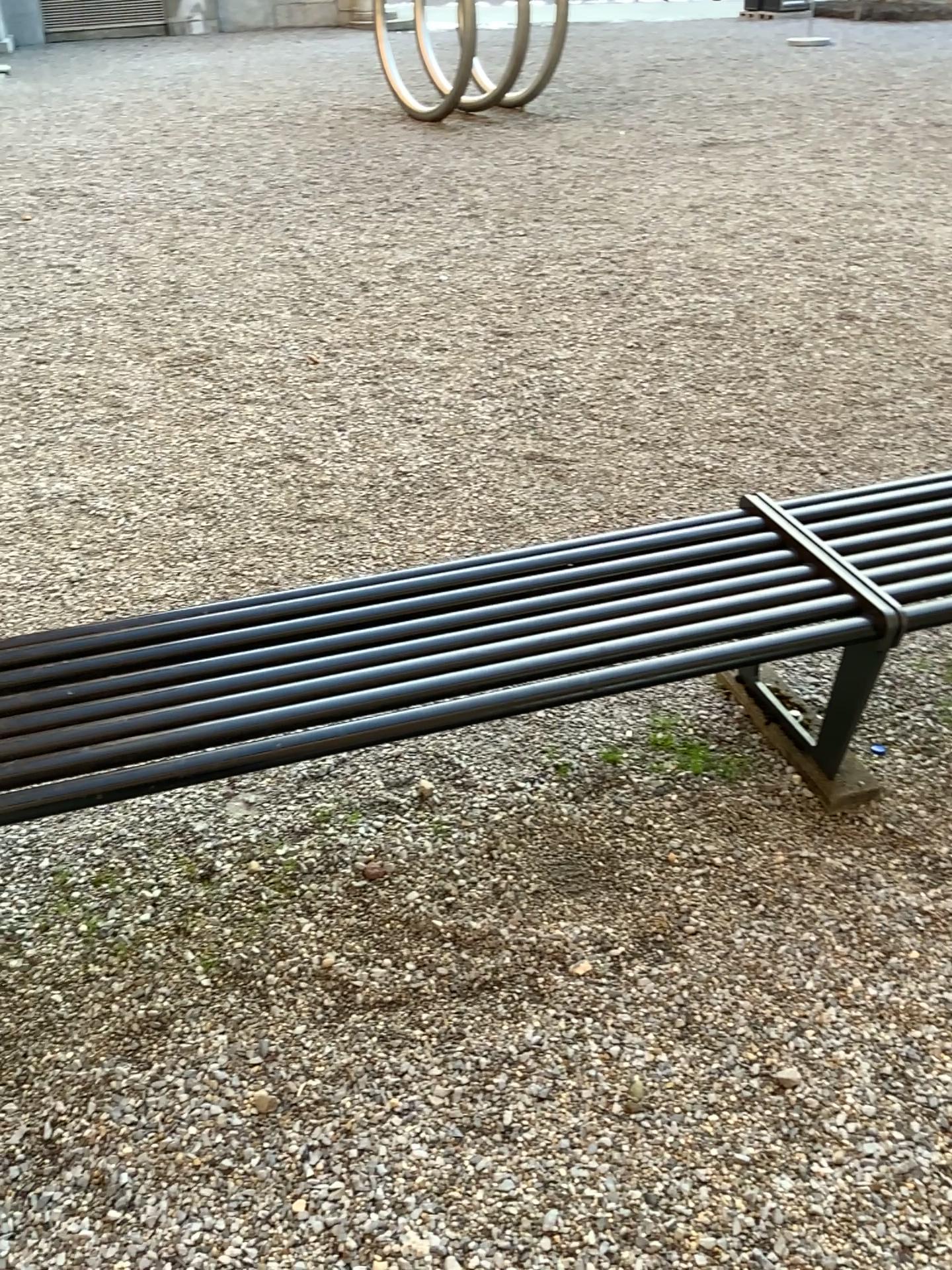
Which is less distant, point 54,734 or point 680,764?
point 54,734

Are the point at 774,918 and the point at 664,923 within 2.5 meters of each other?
yes

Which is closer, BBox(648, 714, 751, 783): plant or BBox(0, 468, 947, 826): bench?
BBox(0, 468, 947, 826): bench

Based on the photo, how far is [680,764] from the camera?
2.32m

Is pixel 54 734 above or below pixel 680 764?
above

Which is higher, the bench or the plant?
the bench

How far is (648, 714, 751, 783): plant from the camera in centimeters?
232cm
